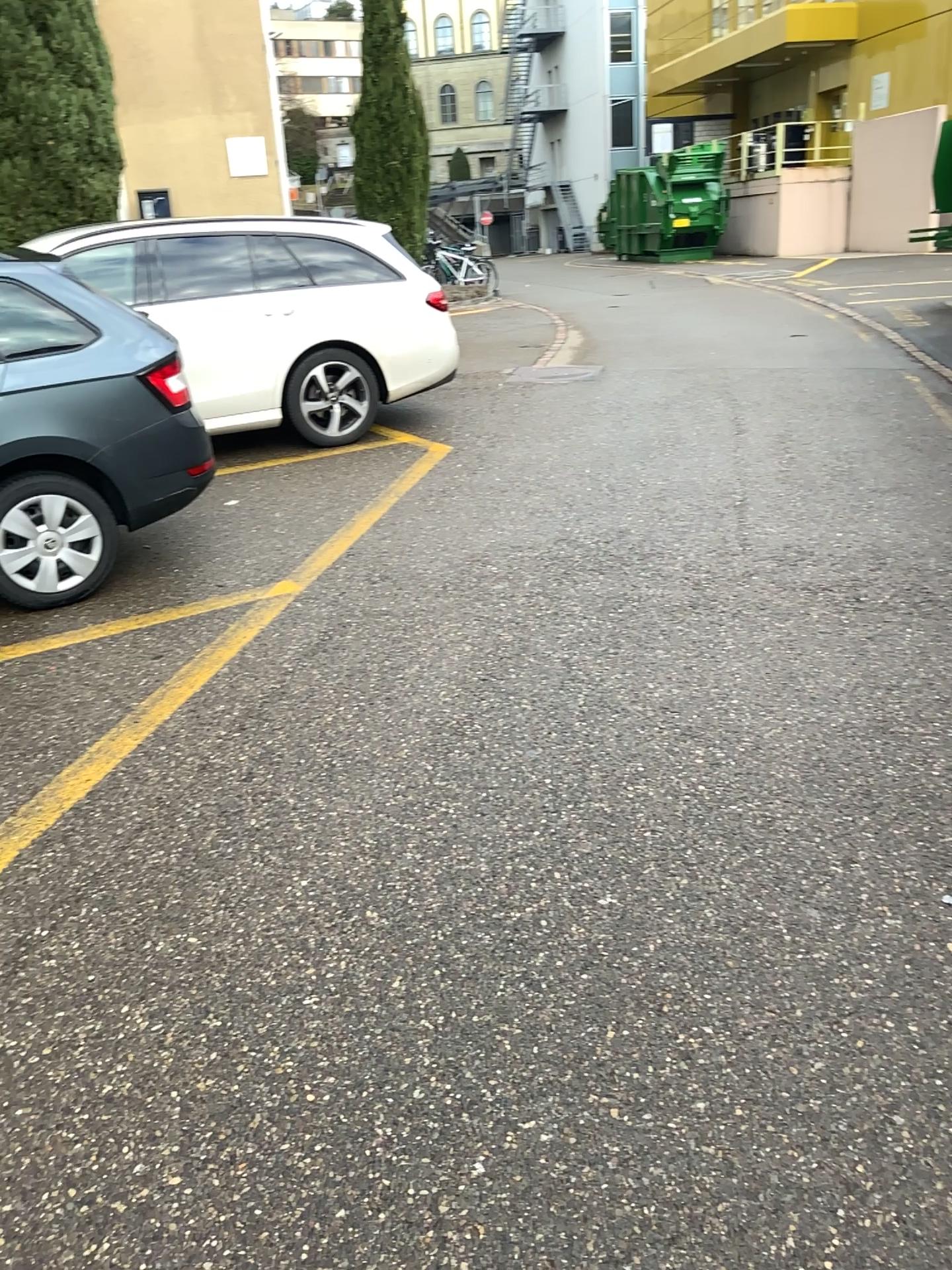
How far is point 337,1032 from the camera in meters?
2.2
